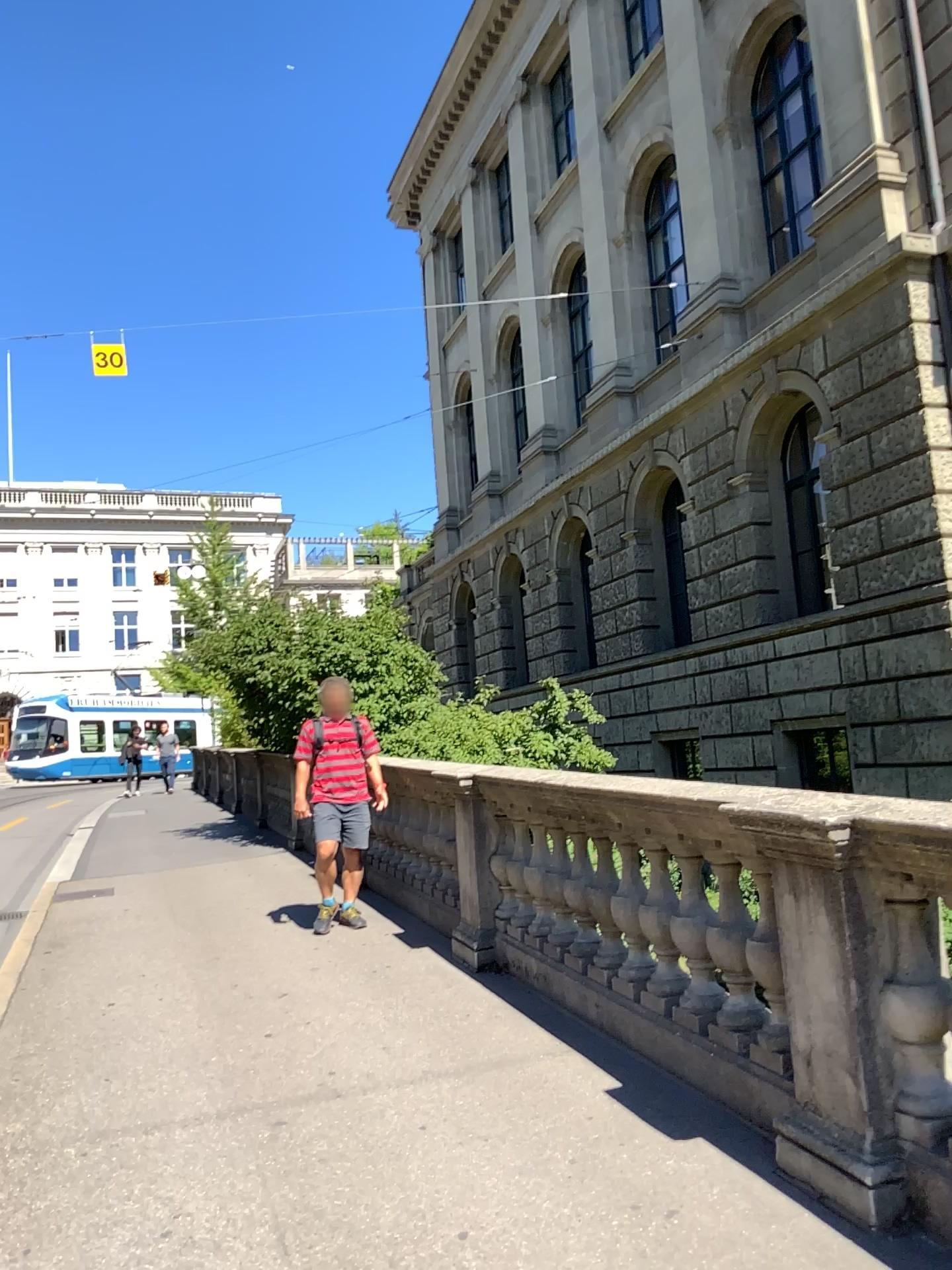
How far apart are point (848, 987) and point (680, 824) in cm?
77
